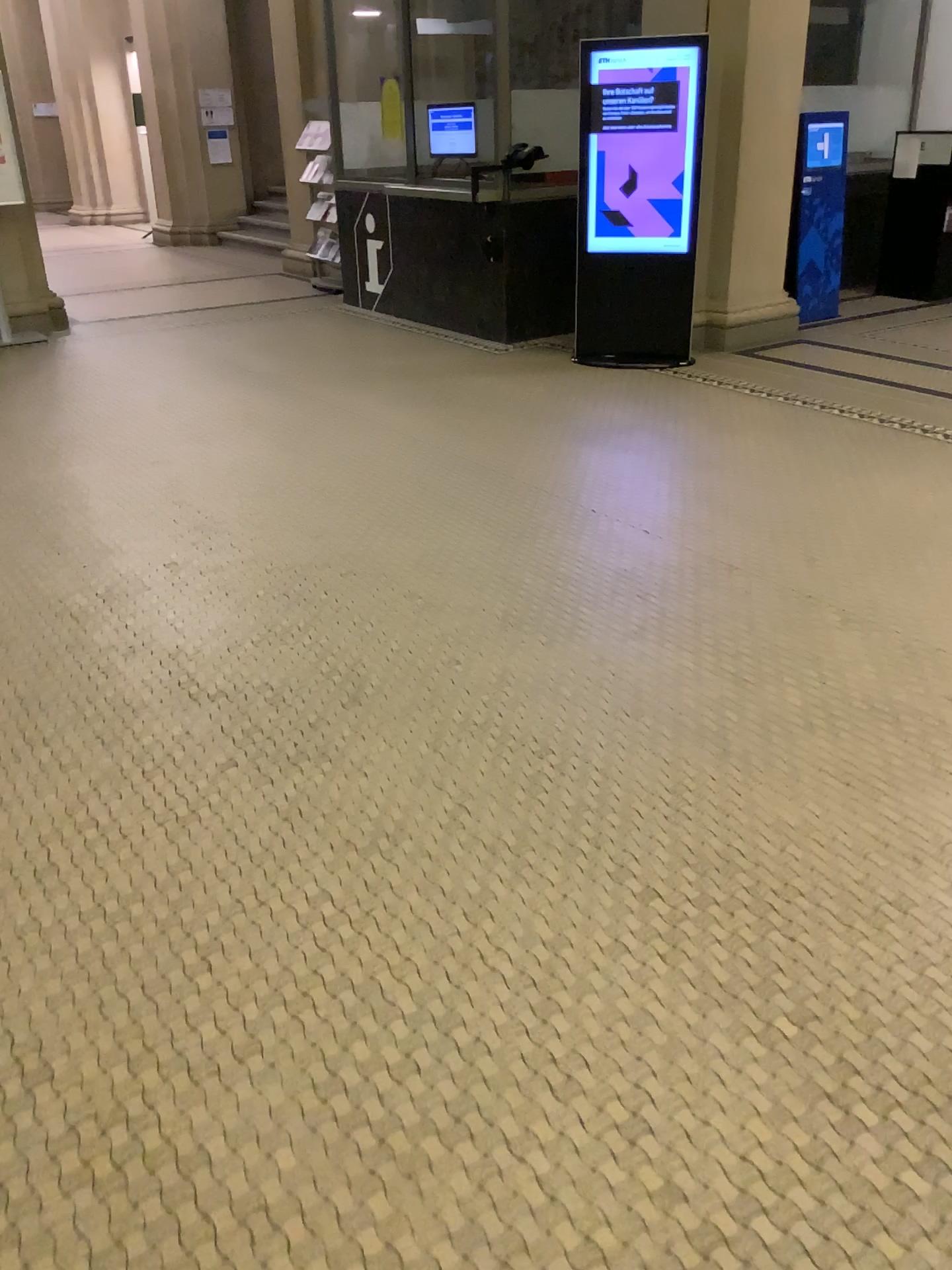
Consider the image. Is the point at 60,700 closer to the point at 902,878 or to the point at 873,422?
the point at 902,878
